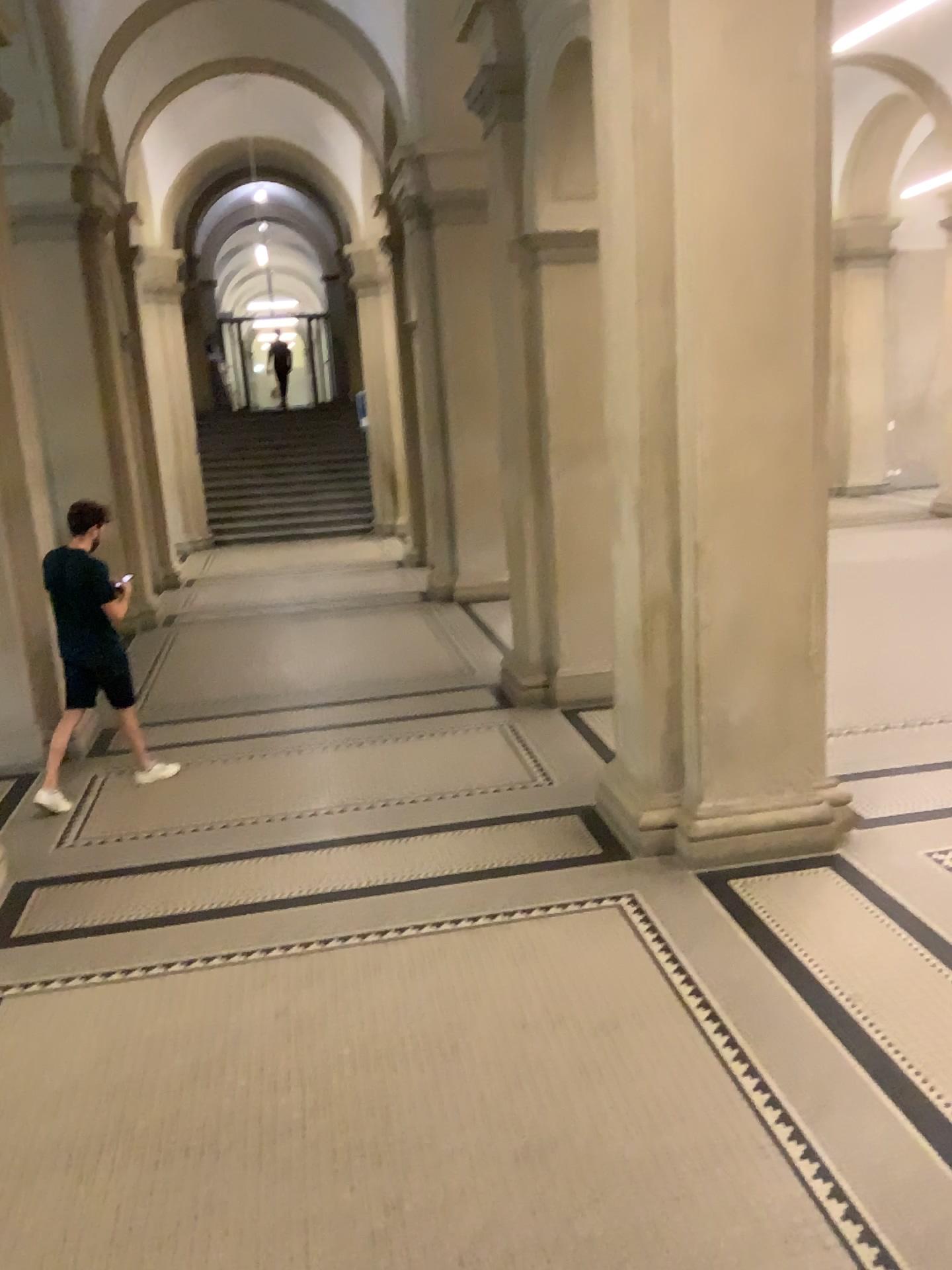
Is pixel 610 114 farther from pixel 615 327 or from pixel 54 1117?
pixel 54 1117
